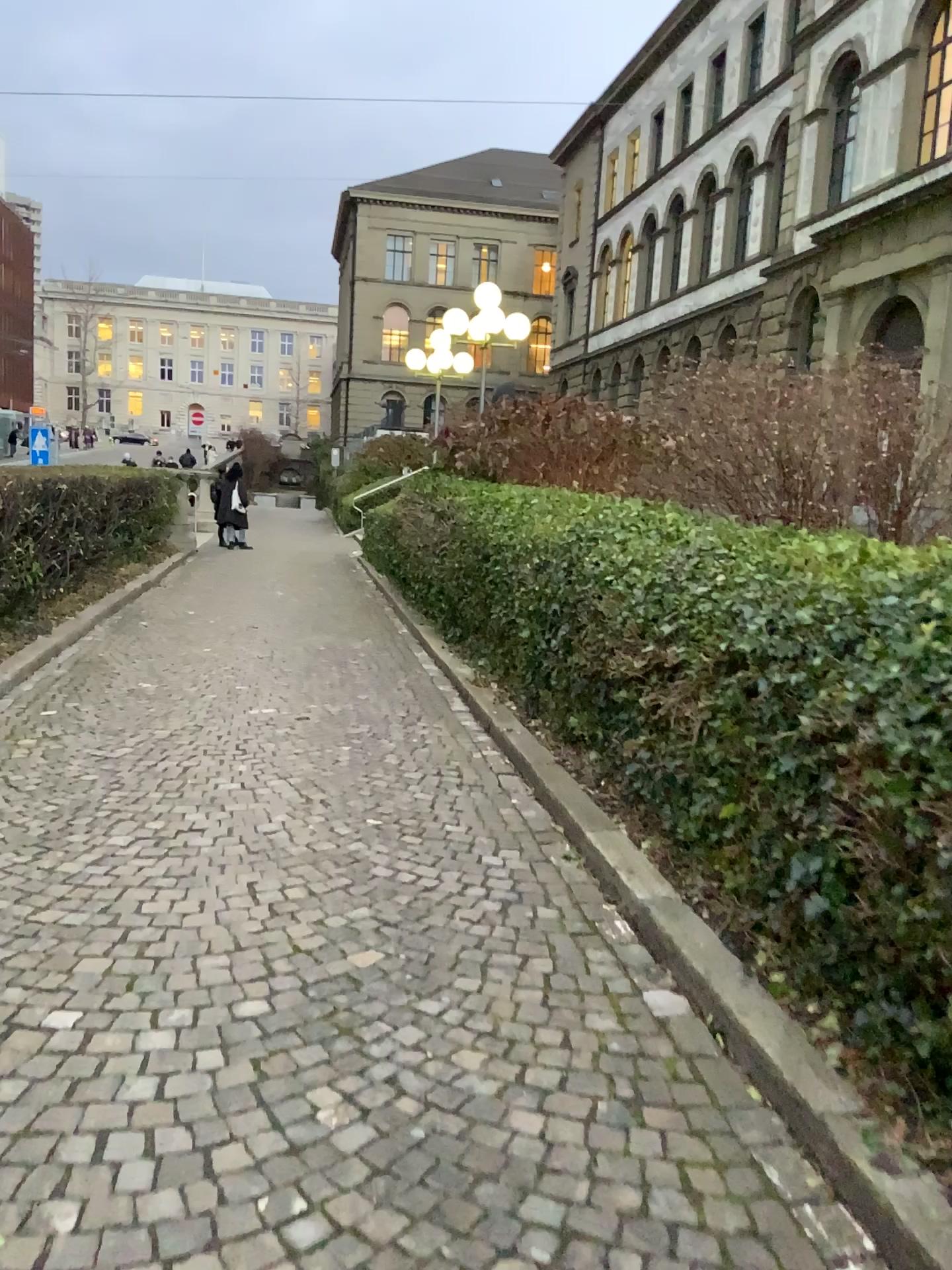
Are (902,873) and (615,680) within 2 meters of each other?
no
